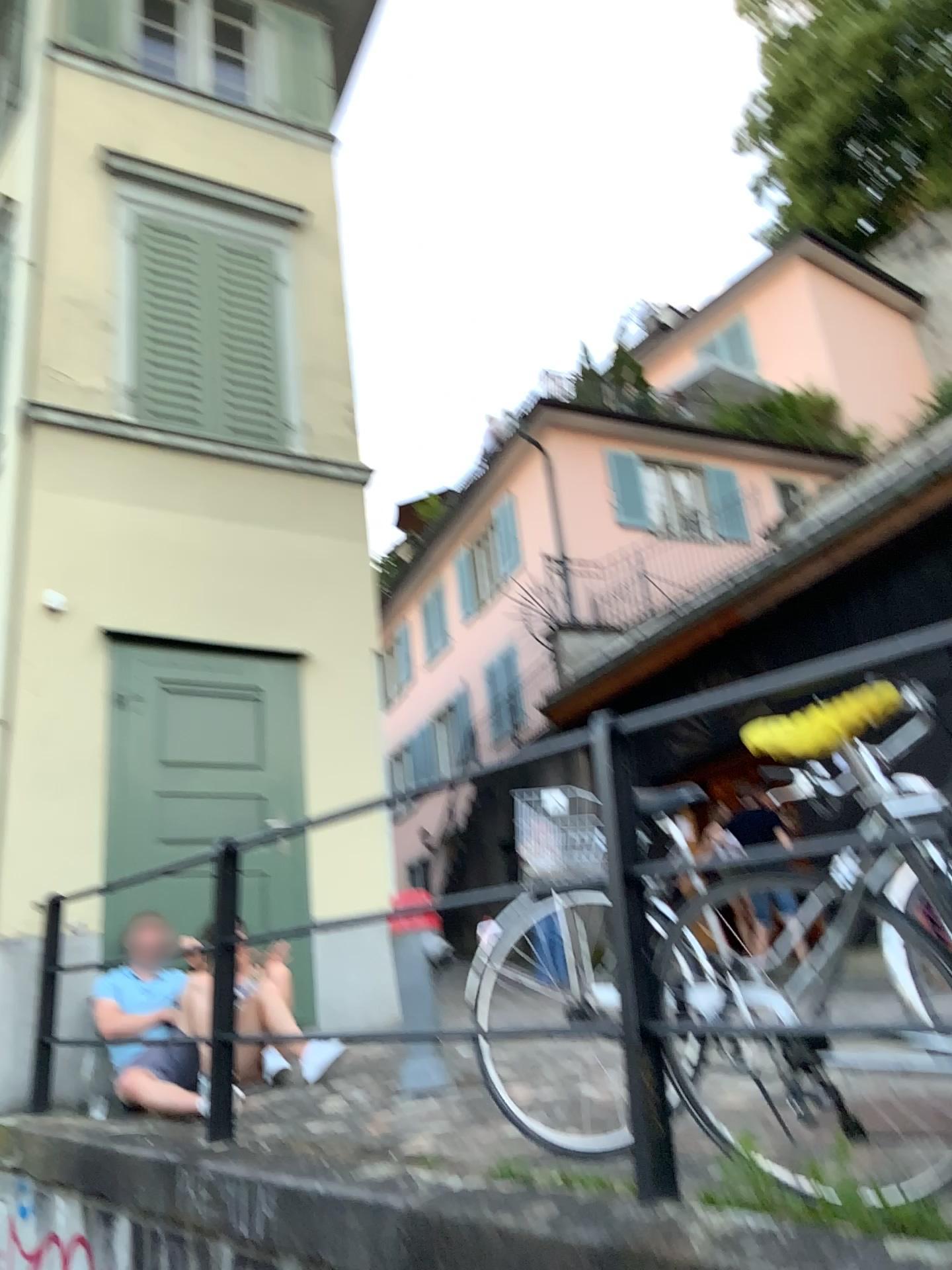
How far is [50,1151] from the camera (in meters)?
3.77
